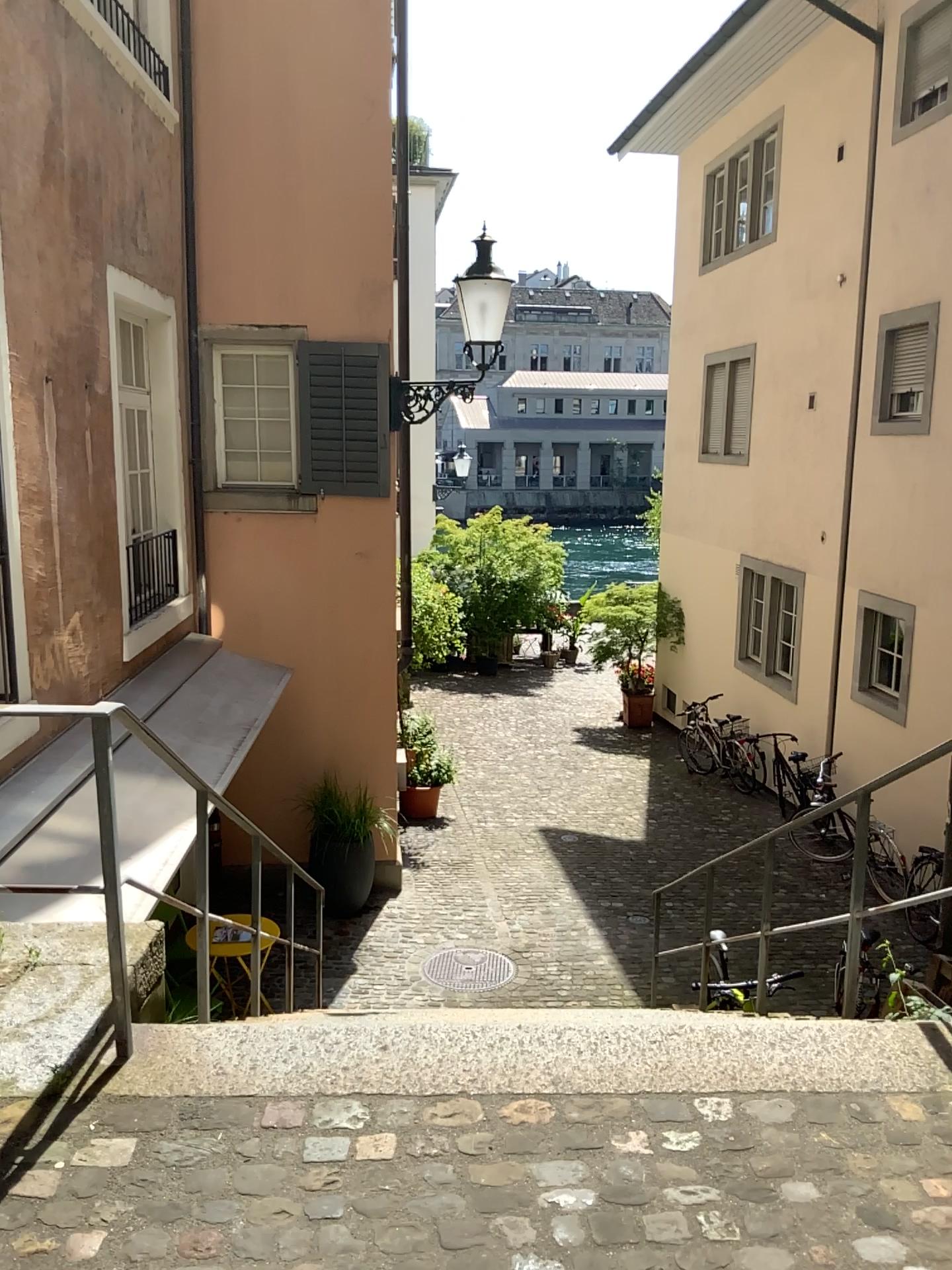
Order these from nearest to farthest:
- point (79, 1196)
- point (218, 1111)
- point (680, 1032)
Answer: point (79, 1196), point (218, 1111), point (680, 1032)
